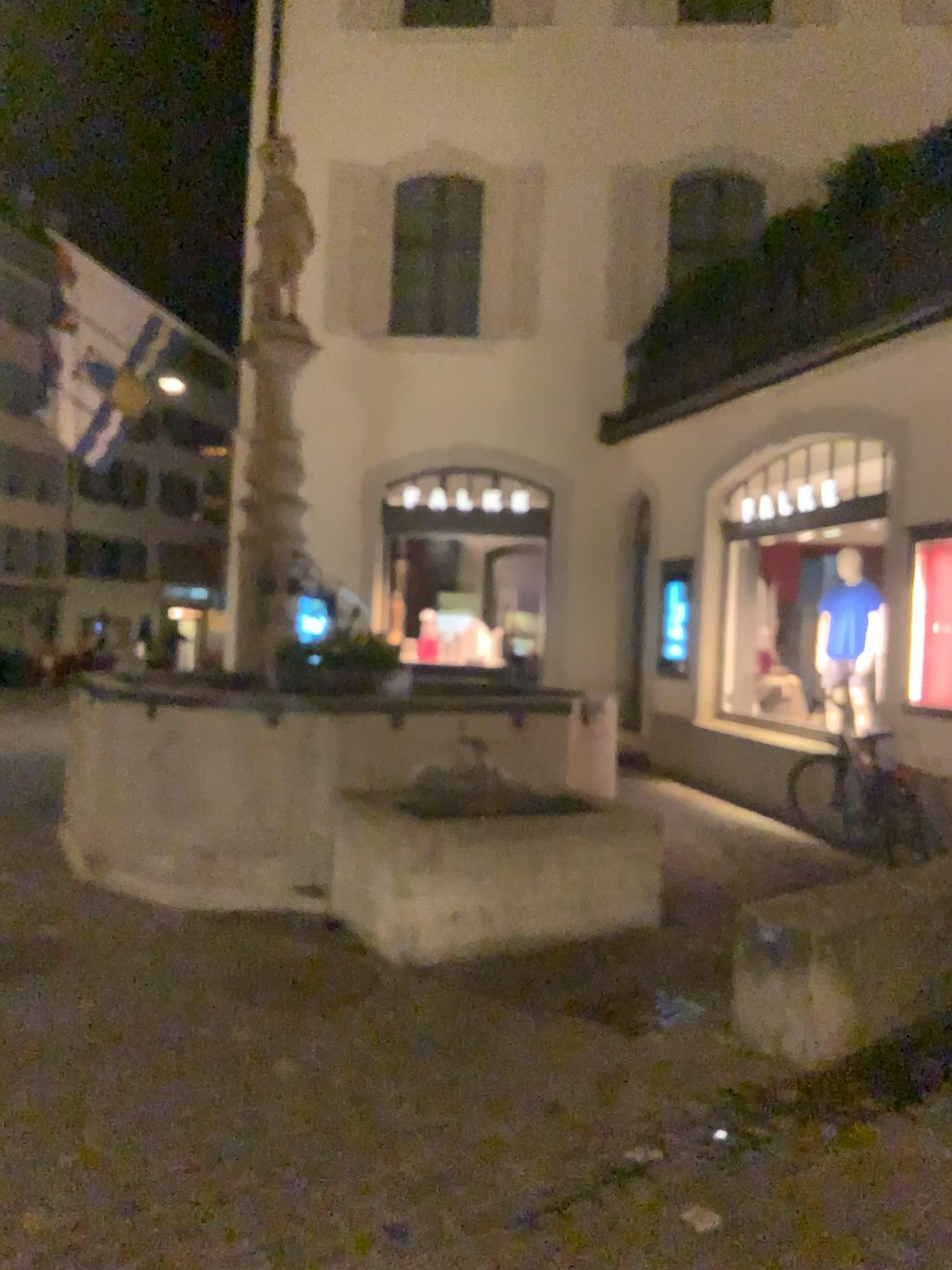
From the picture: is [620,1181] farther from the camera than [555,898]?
No
